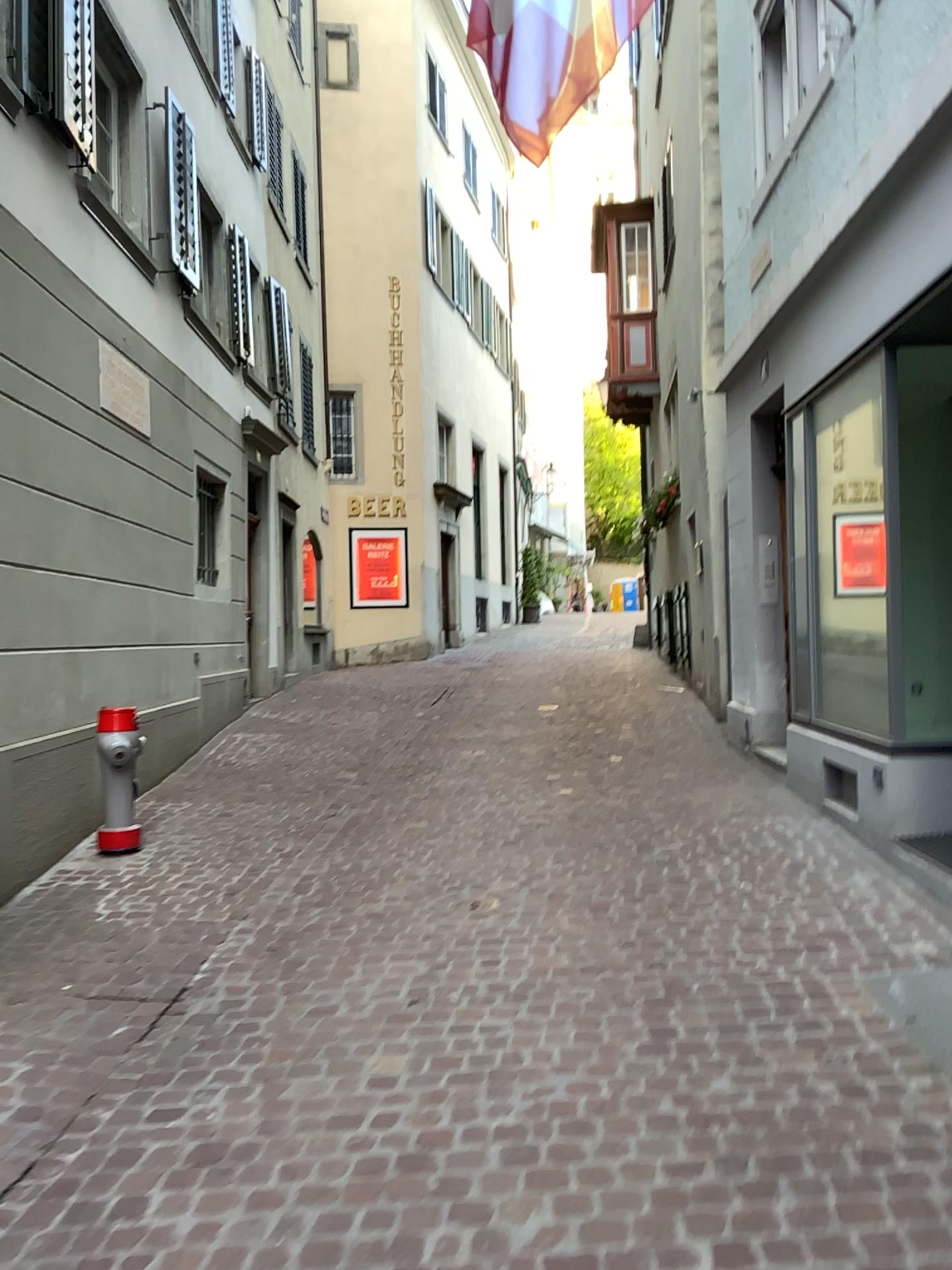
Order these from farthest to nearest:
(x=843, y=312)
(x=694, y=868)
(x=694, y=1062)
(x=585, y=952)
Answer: (x=843, y=312) → (x=694, y=868) → (x=585, y=952) → (x=694, y=1062)
